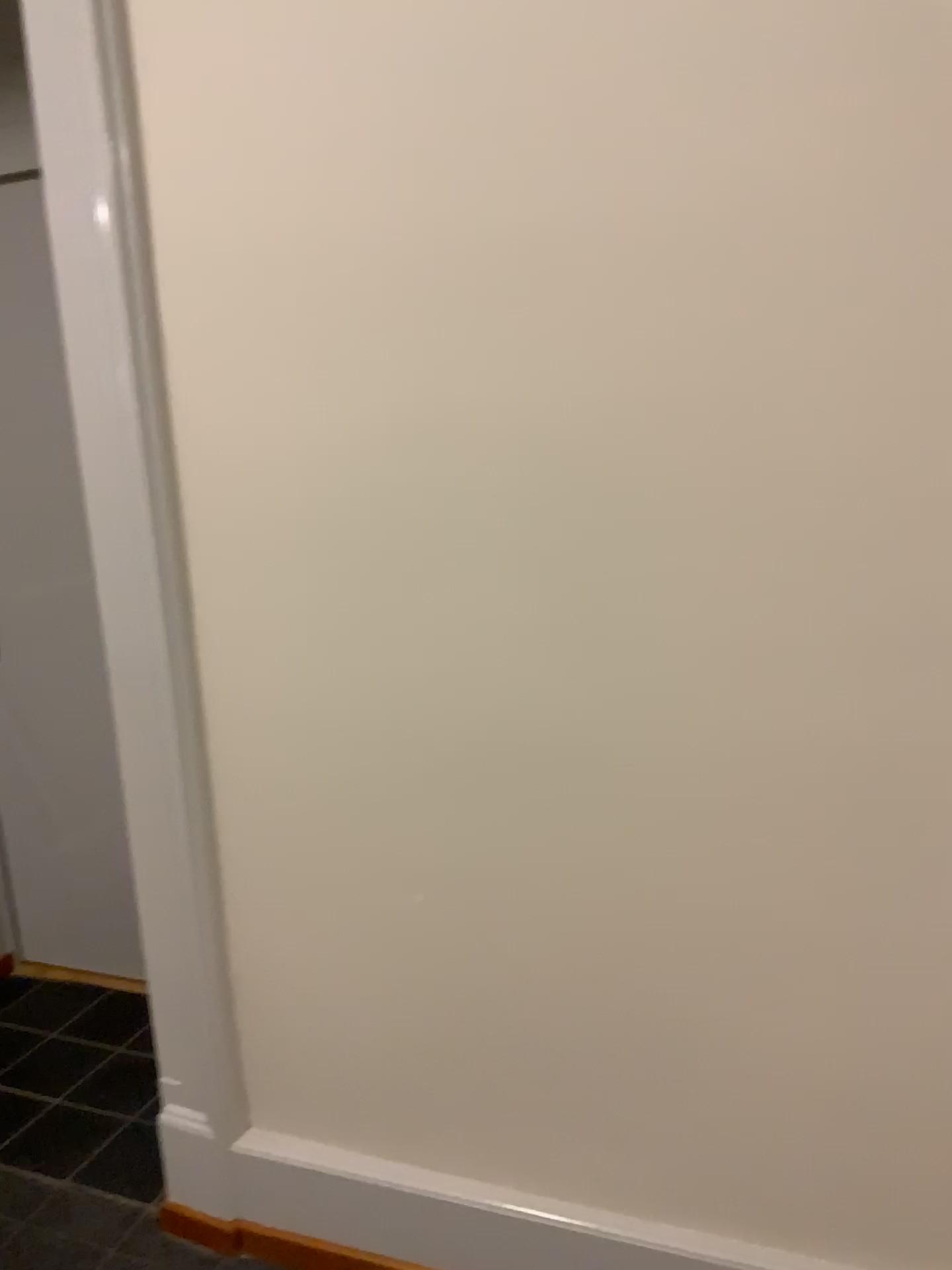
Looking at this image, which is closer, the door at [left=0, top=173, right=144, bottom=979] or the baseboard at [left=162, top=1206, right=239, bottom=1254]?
the baseboard at [left=162, top=1206, right=239, bottom=1254]

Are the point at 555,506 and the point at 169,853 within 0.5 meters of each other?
no

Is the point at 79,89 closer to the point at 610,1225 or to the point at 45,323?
the point at 45,323

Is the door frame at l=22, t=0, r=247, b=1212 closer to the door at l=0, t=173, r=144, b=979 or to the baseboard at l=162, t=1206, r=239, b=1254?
the baseboard at l=162, t=1206, r=239, b=1254

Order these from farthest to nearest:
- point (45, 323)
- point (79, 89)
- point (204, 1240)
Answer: point (45, 323)
point (204, 1240)
point (79, 89)

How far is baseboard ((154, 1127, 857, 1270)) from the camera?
1.6m

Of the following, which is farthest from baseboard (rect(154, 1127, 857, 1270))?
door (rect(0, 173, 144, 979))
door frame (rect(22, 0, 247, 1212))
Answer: door (rect(0, 173, 144, 979))

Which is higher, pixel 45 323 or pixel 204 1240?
pixel 45 323

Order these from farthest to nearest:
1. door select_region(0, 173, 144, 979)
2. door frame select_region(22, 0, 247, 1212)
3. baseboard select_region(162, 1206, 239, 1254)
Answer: door select_region(0, 173, 144, 979) < baseboard select_region(162, 1206, 239, 1254) < door frame select_region(22, 0, 247, 1212)
